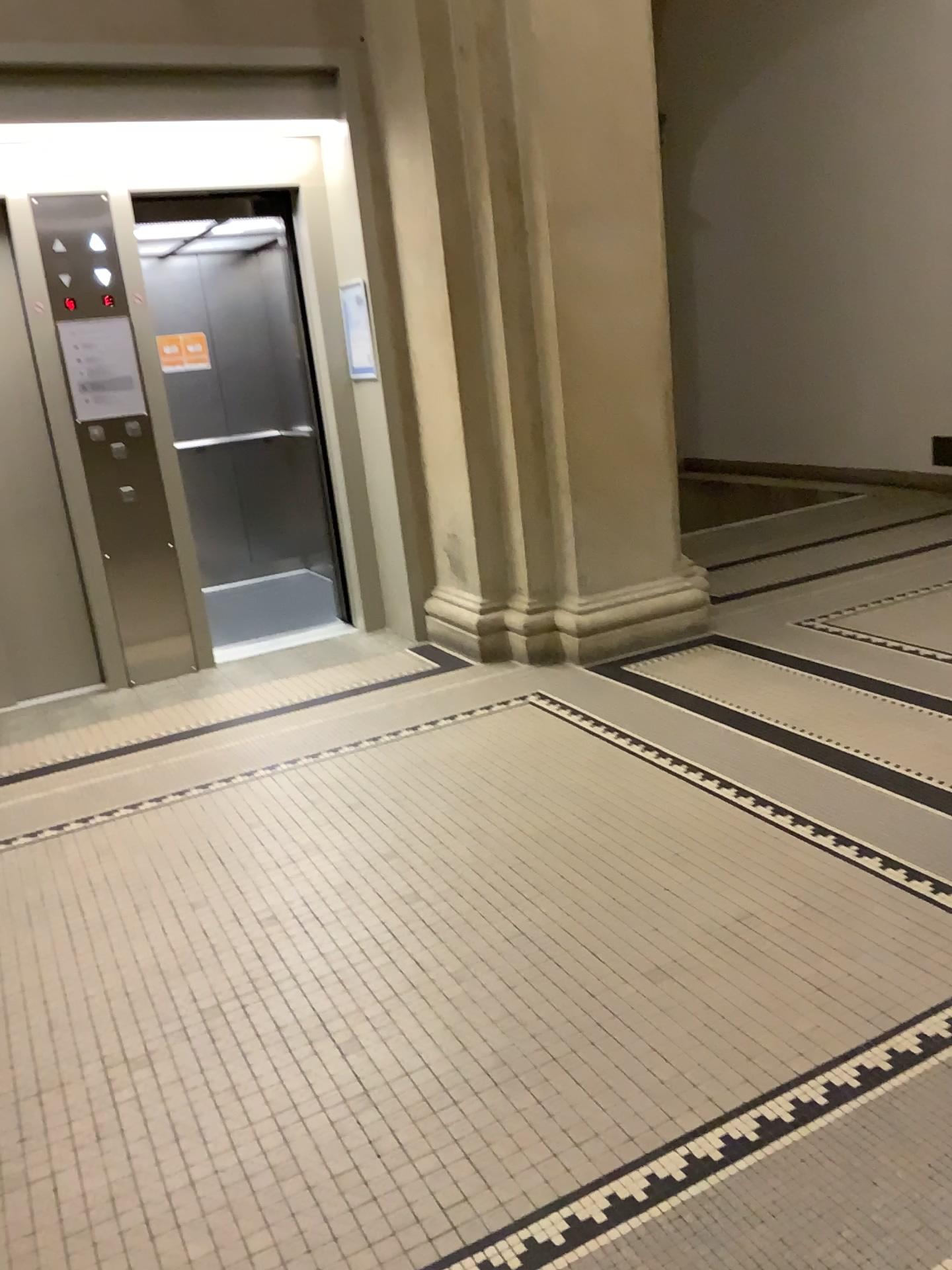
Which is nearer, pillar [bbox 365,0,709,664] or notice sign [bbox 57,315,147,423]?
pillar [bbox 365,0,709,664]

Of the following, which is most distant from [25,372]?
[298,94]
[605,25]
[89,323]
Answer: [605,25]

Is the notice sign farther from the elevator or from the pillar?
Result: the pillar

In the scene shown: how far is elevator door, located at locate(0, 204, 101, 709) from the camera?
4.76m

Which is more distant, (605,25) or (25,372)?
(25,372)

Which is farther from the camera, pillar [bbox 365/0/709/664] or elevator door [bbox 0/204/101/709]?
elevator door [bbox 0/204/101/709]

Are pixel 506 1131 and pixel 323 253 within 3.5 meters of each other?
no

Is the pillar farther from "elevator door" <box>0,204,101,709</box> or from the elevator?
"elevator door" <box>0,204,101,709</box>

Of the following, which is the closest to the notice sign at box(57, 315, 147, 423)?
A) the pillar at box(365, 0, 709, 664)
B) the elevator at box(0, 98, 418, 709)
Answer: the elevator at box(0, 98, 418, 709)

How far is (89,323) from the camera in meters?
4.7 m
